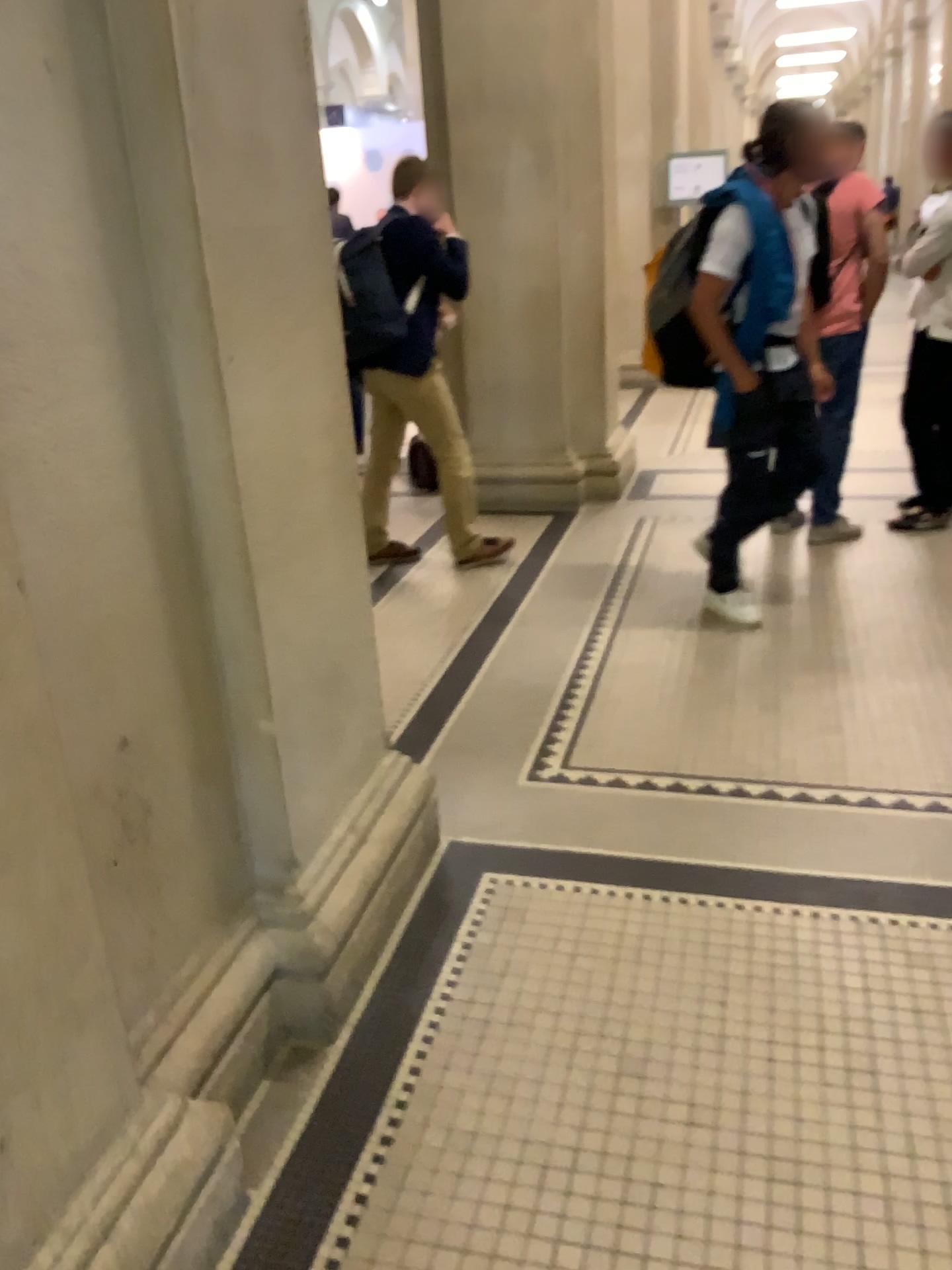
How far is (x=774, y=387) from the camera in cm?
376

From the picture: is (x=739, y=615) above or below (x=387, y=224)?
below

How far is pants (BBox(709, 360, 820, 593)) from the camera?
3.8 meters

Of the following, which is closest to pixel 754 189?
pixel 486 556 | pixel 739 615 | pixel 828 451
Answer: pixel 828 451

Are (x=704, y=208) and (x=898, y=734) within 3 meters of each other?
yes

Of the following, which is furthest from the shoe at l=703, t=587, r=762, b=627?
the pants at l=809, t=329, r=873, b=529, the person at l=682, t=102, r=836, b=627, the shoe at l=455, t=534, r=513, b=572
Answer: the shoe at l=455, t=534, r=513, b=572

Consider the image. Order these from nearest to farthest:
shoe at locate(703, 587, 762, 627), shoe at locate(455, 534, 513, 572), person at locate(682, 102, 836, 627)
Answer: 1. person at locate(682, 102, 836, 627)
2. shoe at locate(703, 587, 762, 627)
3. shoe at locate(455, 534, 513, 572)

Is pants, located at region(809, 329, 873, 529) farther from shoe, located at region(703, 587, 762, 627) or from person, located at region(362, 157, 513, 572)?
person, located at region(362, 157, 513, 572)

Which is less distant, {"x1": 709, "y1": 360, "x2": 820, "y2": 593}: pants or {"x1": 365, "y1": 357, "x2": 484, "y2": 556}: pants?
{"x1": 709, "y1": 360, "x2": 820, "y2": 593}: pants

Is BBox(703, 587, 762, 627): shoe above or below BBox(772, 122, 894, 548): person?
below
